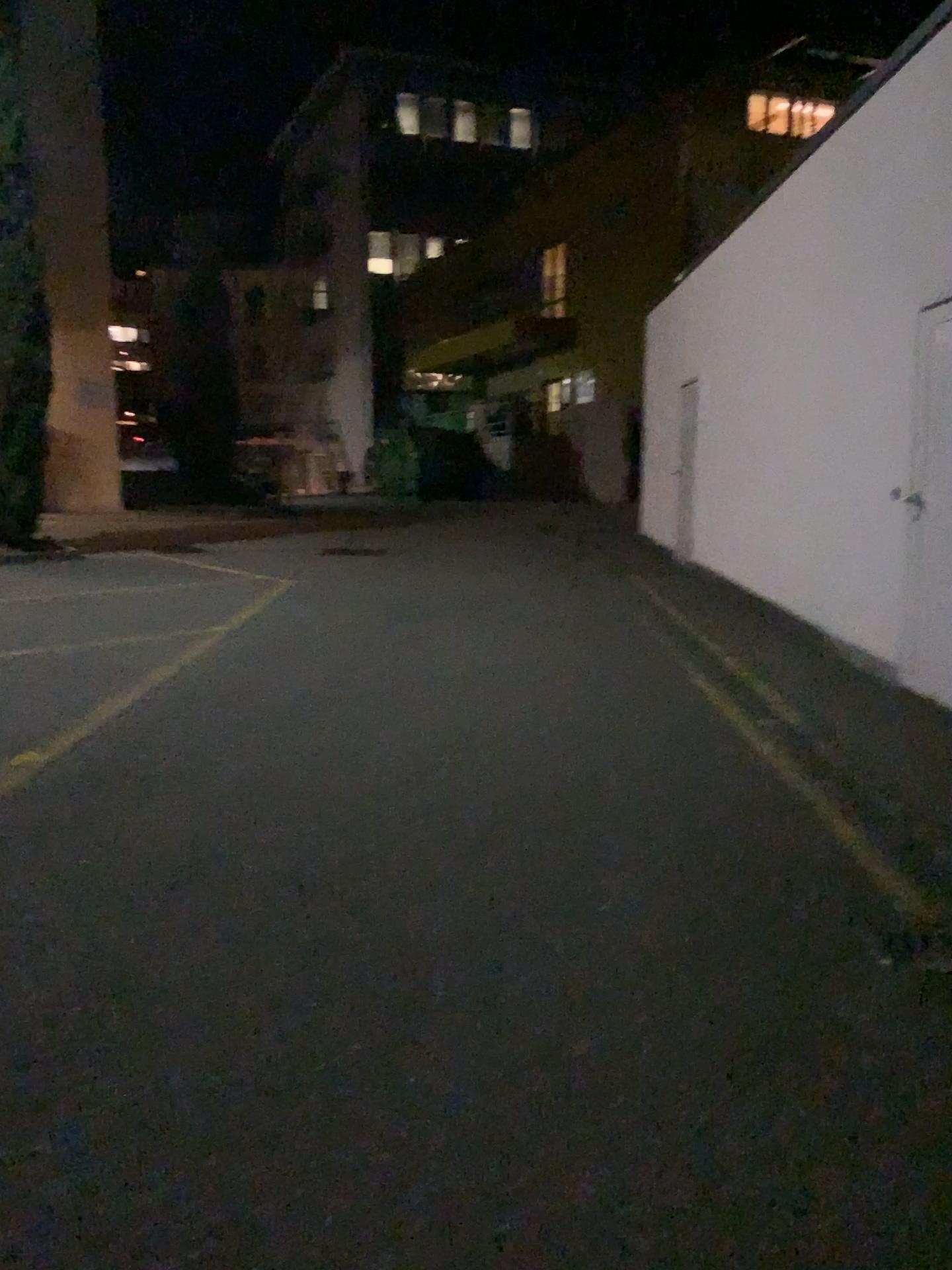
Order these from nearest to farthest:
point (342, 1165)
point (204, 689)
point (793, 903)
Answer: point (342, 1165)
point (793, 903)
point (204, 689)
